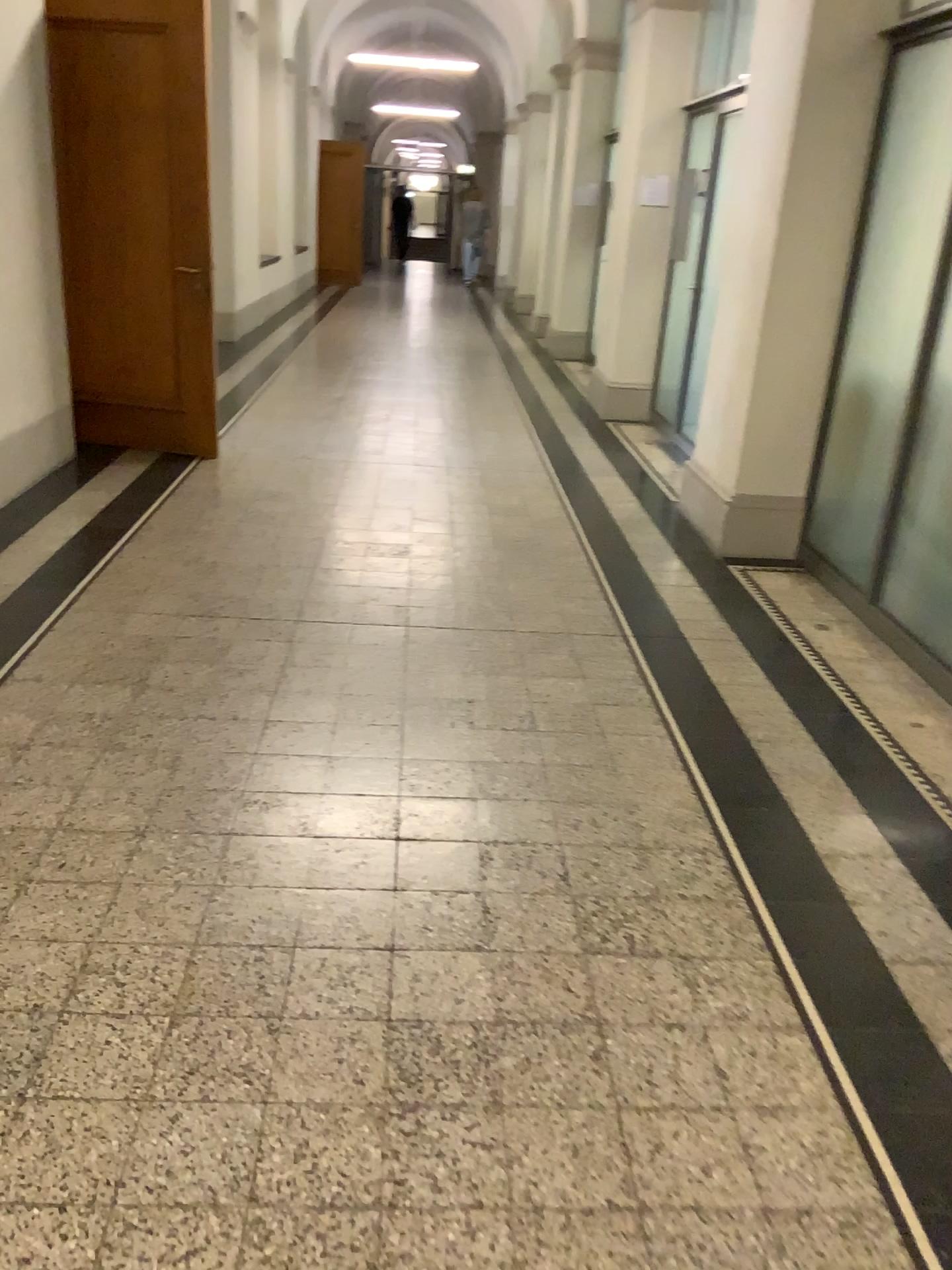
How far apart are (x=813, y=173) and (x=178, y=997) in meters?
4.1

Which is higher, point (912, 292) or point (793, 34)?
point (793, 34)
